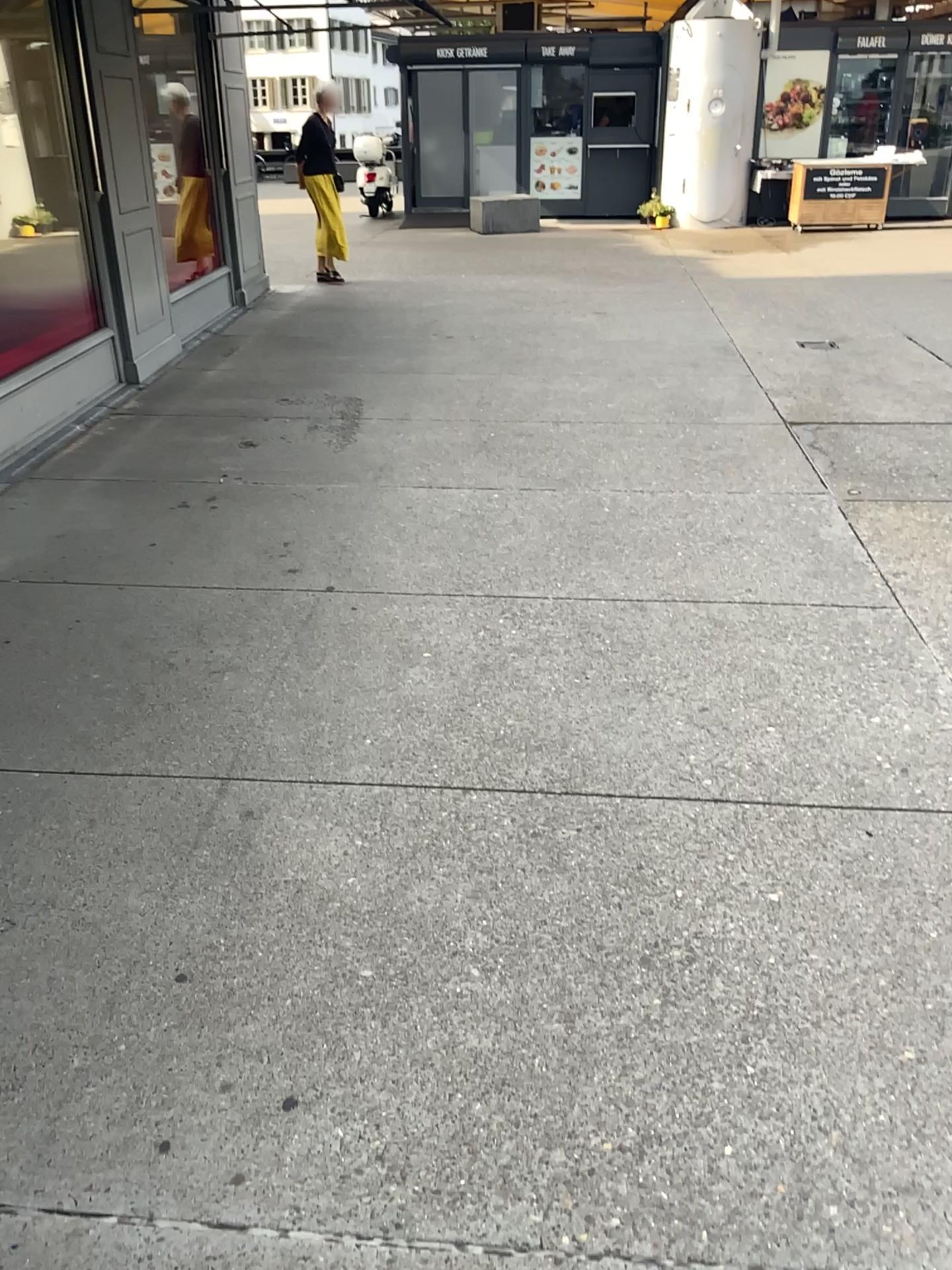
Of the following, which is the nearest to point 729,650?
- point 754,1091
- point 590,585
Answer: point 590,585
